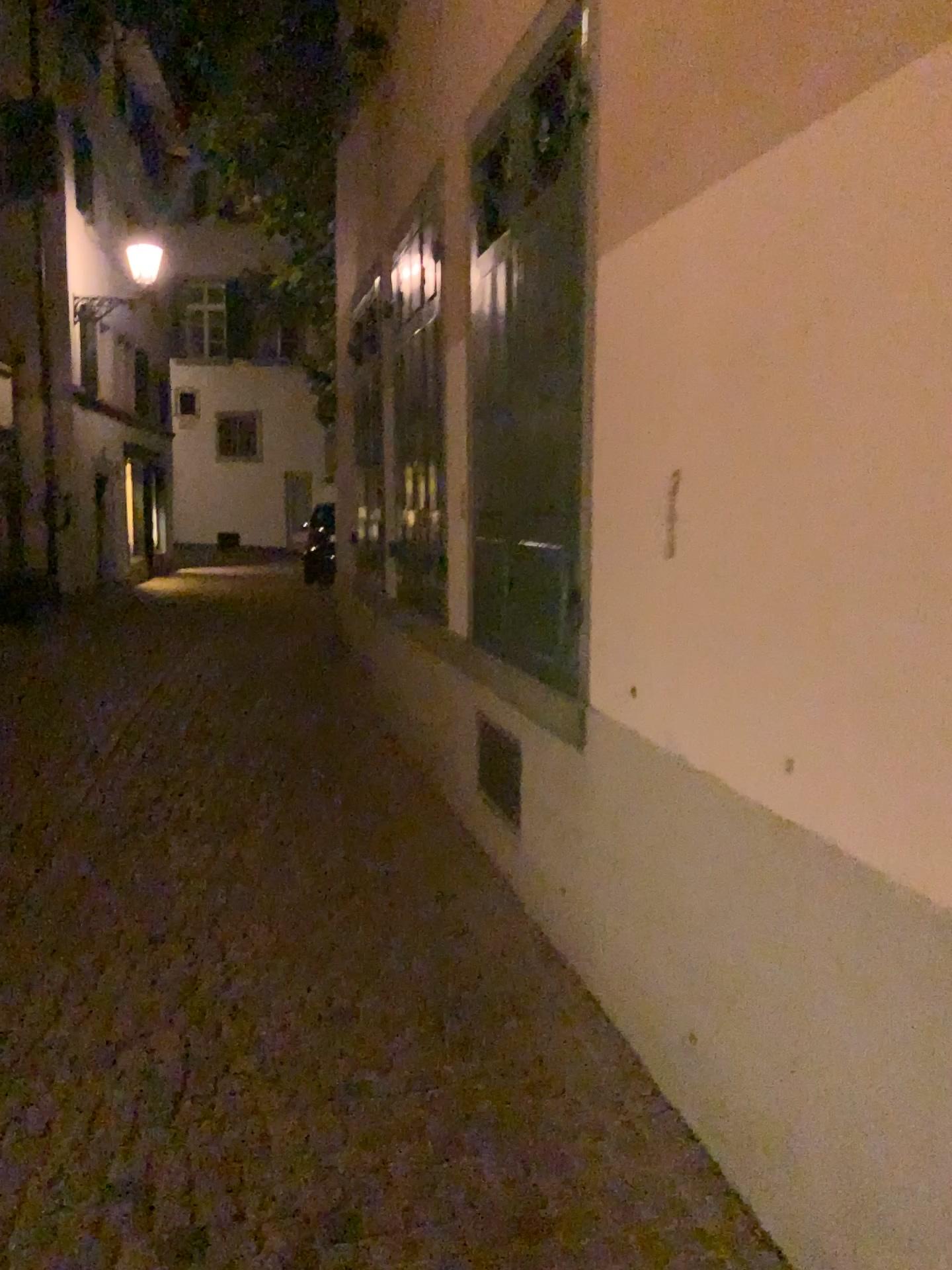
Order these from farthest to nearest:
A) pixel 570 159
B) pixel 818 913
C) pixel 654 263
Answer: pixel 570 159 → pixel 654 263 → pixel 818 913

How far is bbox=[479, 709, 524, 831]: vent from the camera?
4.2 meters

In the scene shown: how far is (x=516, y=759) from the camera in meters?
4.2
